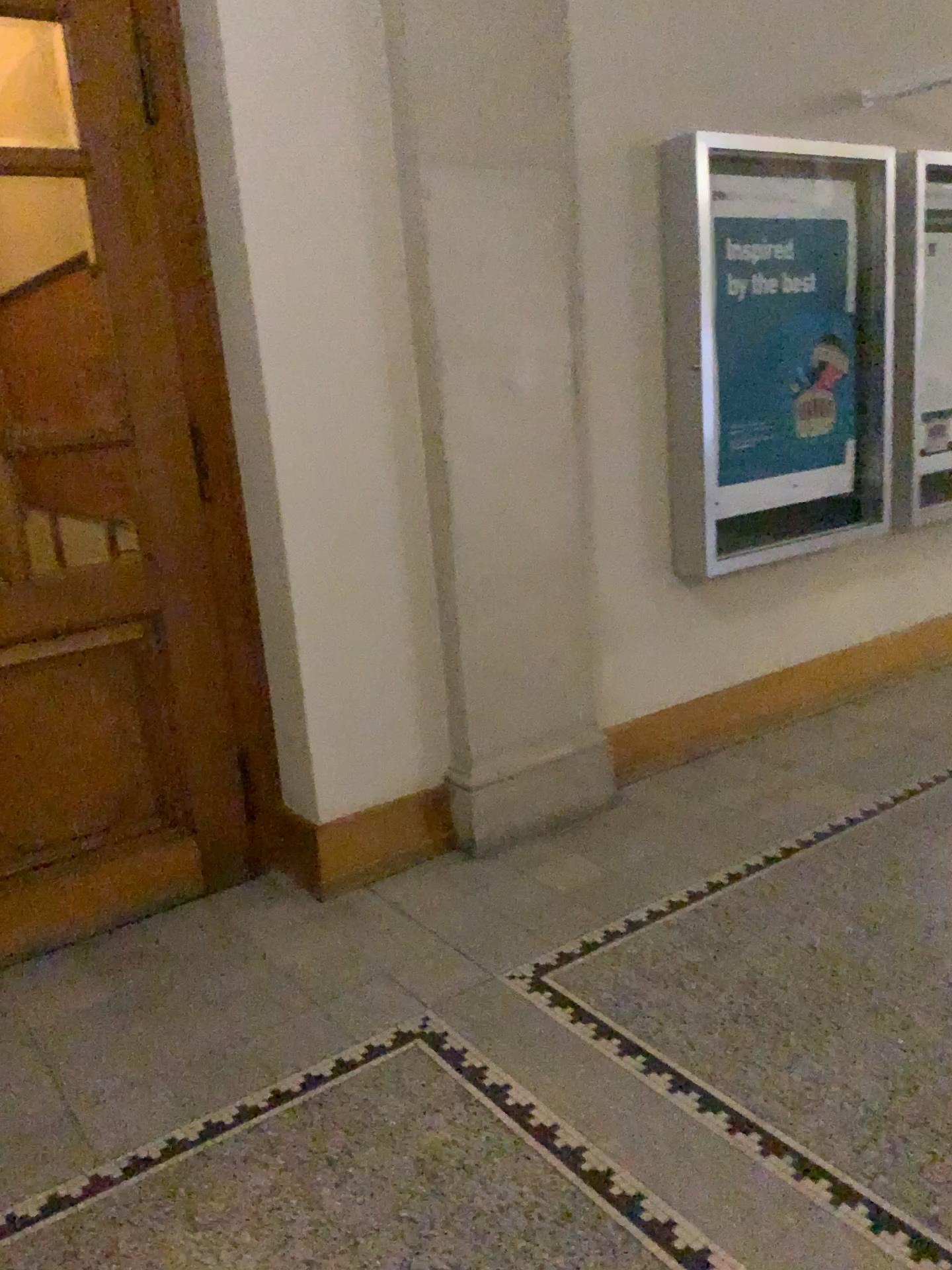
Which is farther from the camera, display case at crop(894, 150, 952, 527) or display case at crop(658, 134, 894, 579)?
display case at crop(894, 150, 952, 527)

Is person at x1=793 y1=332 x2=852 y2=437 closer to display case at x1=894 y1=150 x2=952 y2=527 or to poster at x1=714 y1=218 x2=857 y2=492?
poster at x1=714 y1=218 x2=857 y2=492

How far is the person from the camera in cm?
407

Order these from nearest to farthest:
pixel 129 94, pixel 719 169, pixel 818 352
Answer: pixel 129 94
pixel 719 169
pixel 818 352

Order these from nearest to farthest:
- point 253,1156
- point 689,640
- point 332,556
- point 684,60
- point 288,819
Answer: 1. point 253,1156
2. point 332,556
3. point 288,819
4. point 684,60
5. point 689,640

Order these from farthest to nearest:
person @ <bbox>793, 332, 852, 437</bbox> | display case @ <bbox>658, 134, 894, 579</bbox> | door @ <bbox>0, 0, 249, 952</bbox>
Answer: person @ <bbox>793, 332, 852, 437</bbox>
display case @ <bbox>658, 134, 894, 579</bbox>
door @ <bbox>0, 0, 249, 952</bbox>

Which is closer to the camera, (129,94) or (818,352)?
(129,94)

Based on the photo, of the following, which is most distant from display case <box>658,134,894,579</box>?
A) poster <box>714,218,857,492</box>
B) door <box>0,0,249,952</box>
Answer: door <box>0,0,249,952</box>

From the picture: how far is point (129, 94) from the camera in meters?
2.8

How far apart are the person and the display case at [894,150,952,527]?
0.32m
